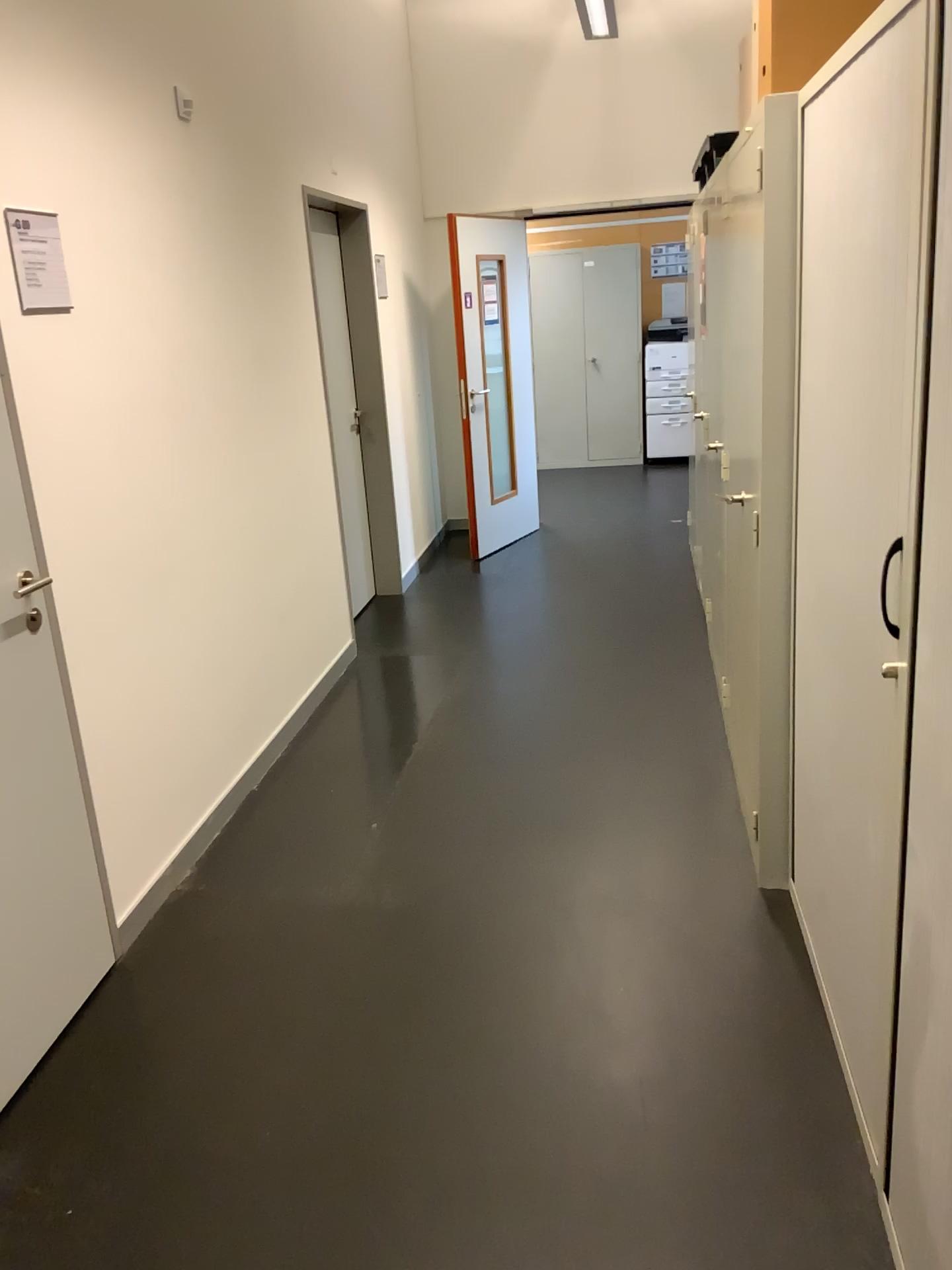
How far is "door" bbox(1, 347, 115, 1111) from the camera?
2.2m

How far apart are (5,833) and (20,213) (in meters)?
1.34

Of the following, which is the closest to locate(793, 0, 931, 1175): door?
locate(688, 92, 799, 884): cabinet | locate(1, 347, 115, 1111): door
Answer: locate(688, 92, 799, 884): cabinet

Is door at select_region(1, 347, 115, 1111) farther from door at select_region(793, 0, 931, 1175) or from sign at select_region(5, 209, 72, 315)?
A: door at select_region(793, 0, 931, 1175)

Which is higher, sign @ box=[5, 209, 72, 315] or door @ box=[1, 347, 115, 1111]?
sign @ box=[5, 209, 72, 315]

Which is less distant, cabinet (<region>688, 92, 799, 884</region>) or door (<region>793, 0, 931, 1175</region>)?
door (<region>793, 0, 931, 1175</region>)

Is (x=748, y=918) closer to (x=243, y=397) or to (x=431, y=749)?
(x=431, y=749)

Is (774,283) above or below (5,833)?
above

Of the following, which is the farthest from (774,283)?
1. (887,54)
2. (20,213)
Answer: (20,213)

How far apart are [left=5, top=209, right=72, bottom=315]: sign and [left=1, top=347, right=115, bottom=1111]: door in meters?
0.3 m
